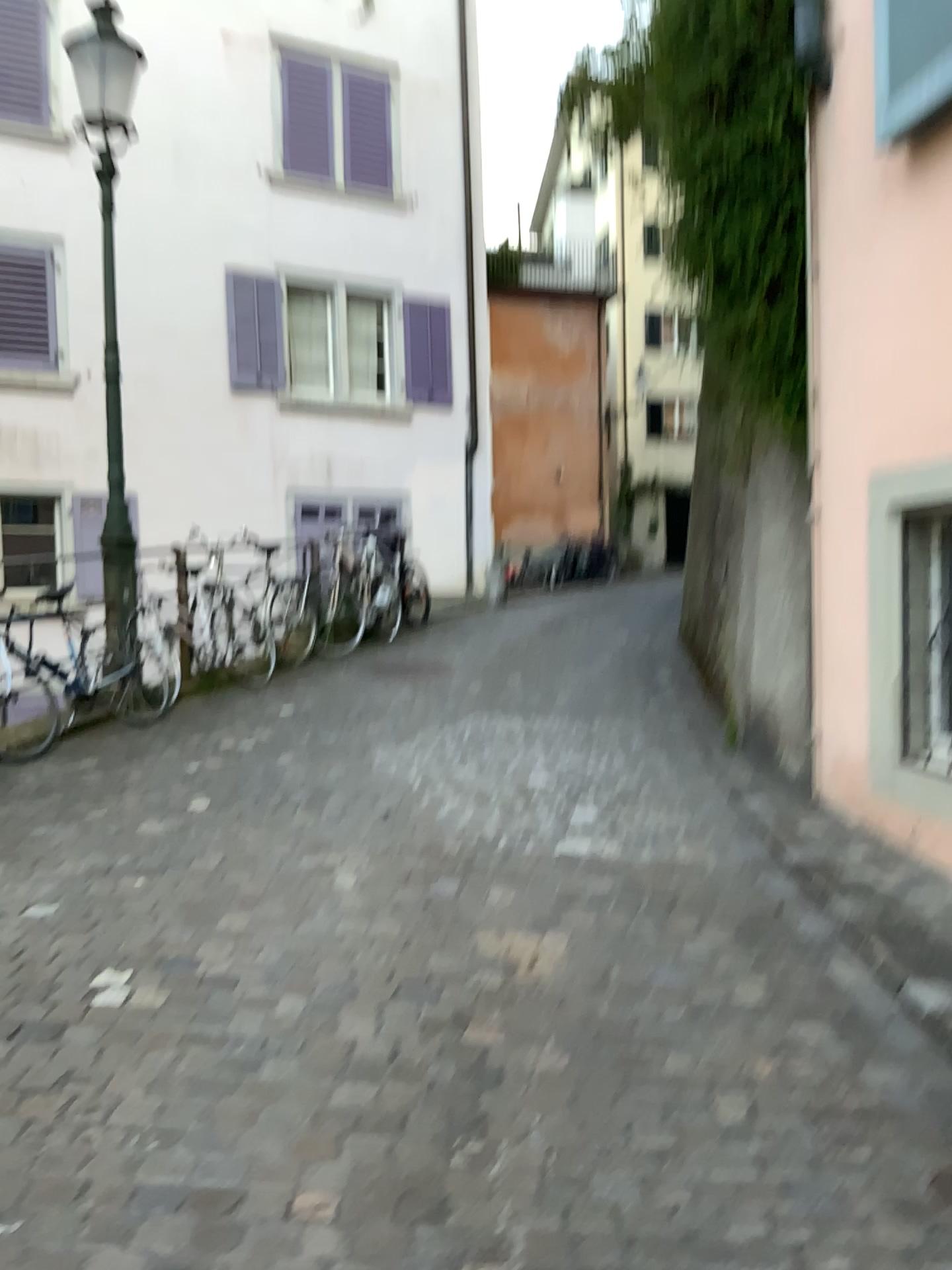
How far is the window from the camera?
3.4m

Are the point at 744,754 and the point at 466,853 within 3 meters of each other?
yes

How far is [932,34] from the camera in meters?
3.4
